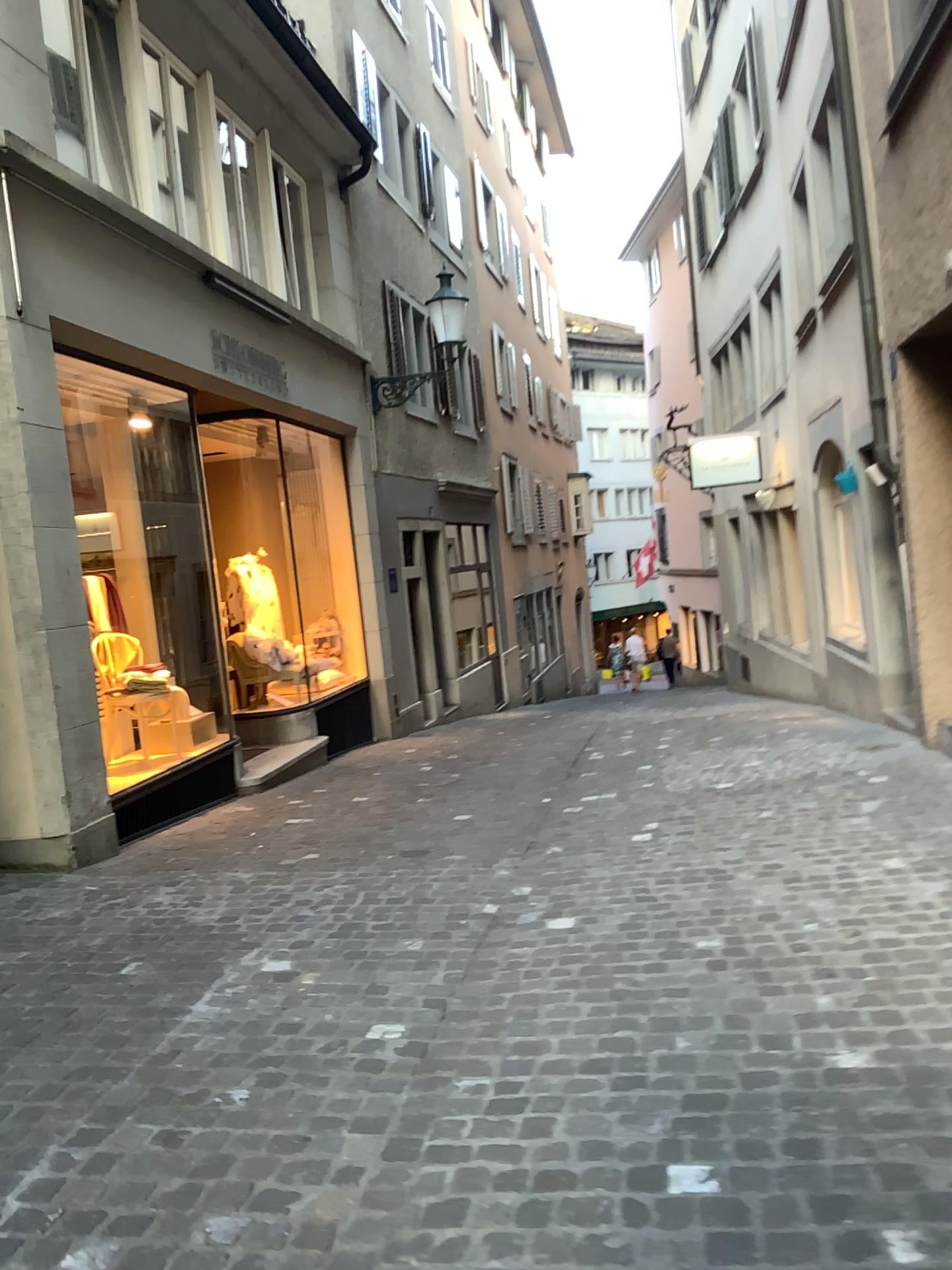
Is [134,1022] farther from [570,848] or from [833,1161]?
[570,848]
